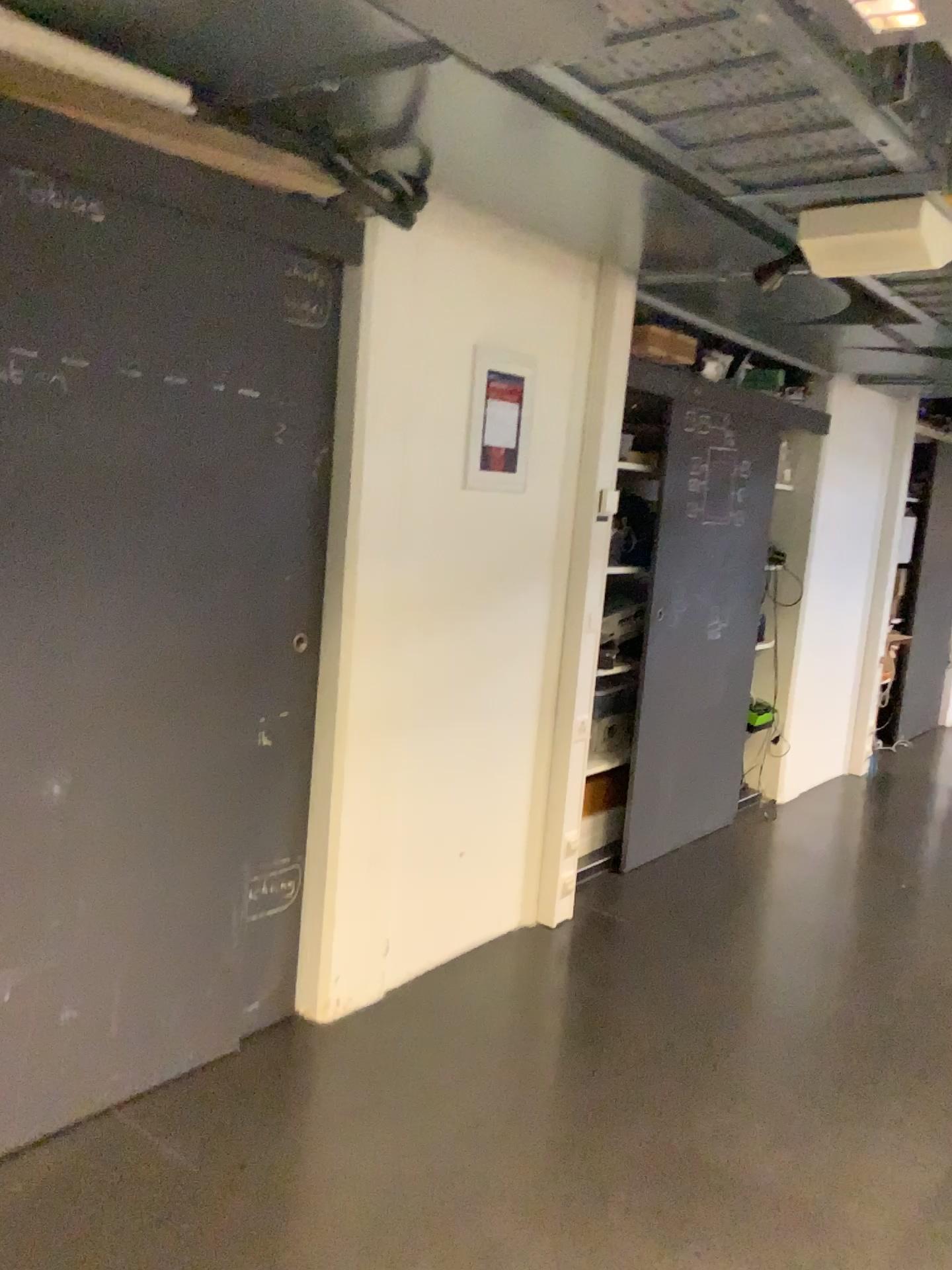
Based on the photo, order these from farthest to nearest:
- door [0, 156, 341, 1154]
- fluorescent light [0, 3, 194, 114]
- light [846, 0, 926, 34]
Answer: door [0, 156, 341, 1154] < fluorescent light [0, 3, 194, 114] < light [846, 0, 926, 34]

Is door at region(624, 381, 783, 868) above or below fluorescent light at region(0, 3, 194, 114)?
below

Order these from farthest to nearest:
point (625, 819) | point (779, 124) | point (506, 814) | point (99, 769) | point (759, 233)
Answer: point (625, 819), point (506, 814), point (759, 233), point (99, 769), point (779, 124)

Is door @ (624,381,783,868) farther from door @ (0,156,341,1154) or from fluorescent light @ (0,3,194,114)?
fluorescent light @ (0,3,194,114)

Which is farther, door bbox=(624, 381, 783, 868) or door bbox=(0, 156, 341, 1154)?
door bbox=(624, 381, 783, 868)

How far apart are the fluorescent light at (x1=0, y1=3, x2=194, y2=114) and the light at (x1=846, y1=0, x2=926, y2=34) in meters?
1.1 m

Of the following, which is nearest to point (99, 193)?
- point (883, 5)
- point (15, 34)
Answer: point (15, 34)

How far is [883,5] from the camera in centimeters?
135cm

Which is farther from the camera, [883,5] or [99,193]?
[99,193]

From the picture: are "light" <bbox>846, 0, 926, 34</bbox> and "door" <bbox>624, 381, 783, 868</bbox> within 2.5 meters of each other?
no
